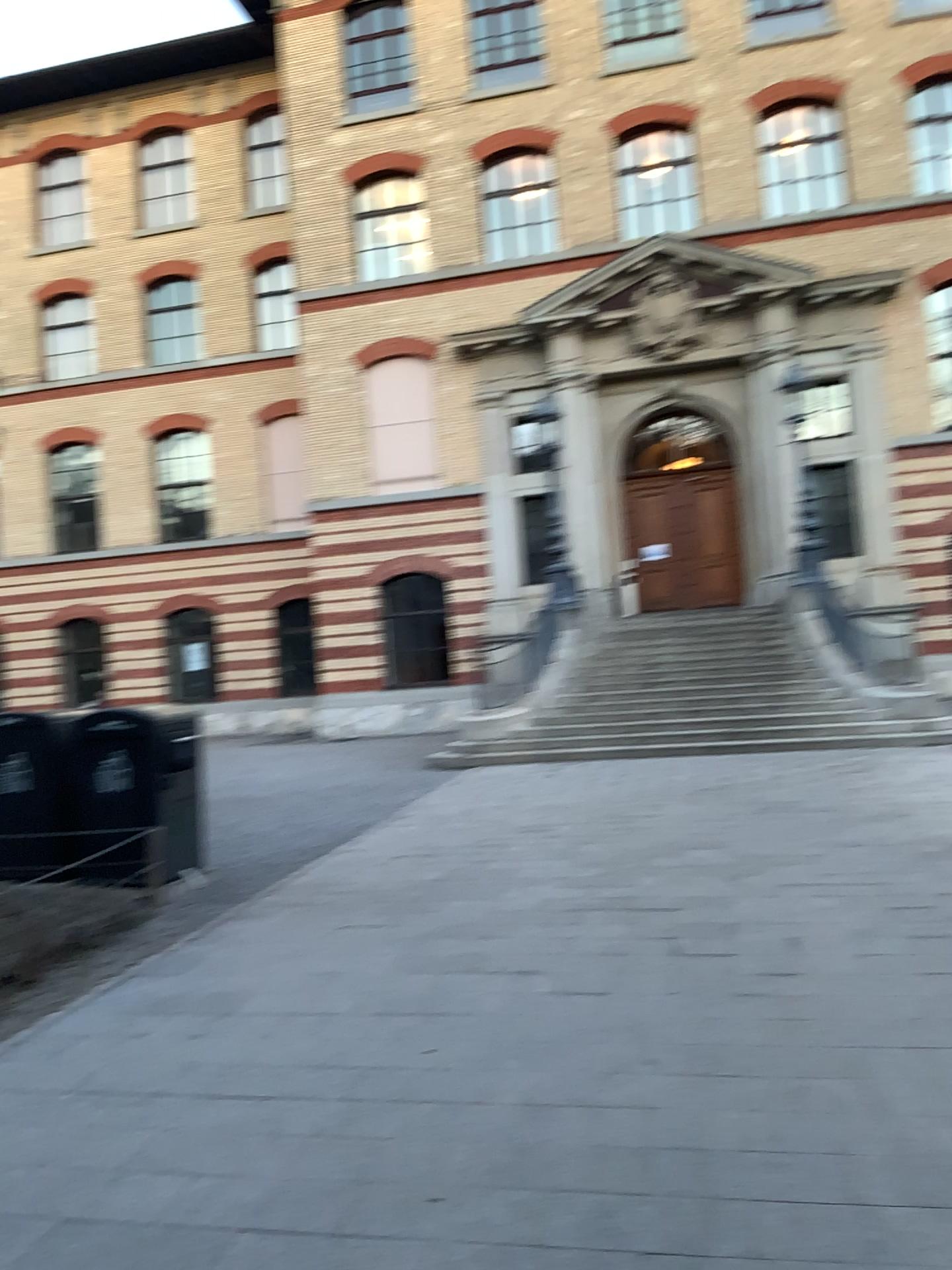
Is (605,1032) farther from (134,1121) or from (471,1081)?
(134,1121)
